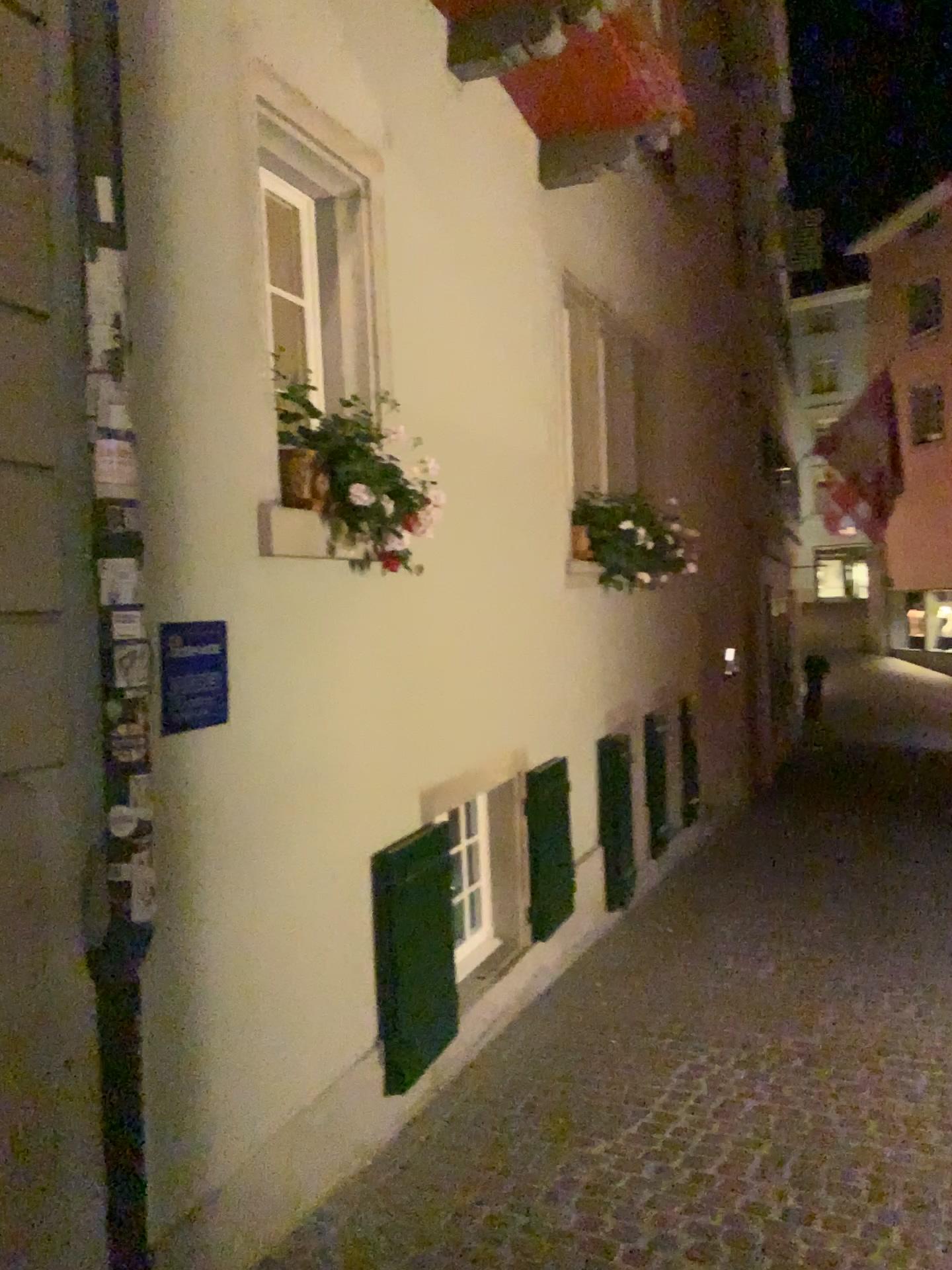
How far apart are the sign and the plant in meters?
0.5

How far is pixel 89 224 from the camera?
2.3m

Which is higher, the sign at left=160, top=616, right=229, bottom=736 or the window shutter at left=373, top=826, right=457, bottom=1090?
the sign at left=160, top=616, right=229, bottom=736

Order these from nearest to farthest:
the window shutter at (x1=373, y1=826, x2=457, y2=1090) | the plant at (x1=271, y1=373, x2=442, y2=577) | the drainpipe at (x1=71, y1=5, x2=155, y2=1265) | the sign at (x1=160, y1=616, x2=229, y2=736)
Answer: the drainpipe at (x1=71, y1=5, x2=155, y2=1265), the sign at (x1=160, y1=616, x2=229, y2=736), the plant at (x1=271, y1=373, x2=442, y2=577), the window shutter at (x1=373, y1=826, x2=457, y2=1090)

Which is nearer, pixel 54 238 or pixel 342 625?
pixel 54 238

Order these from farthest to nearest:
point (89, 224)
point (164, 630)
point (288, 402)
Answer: point (288, 402)
point (164, 630)
point (89, 224)

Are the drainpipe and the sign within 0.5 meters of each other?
yes

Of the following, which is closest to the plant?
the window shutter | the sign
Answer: the sign

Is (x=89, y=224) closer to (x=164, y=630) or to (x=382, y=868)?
(x=164, y=630)

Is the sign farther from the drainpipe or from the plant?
the plant
